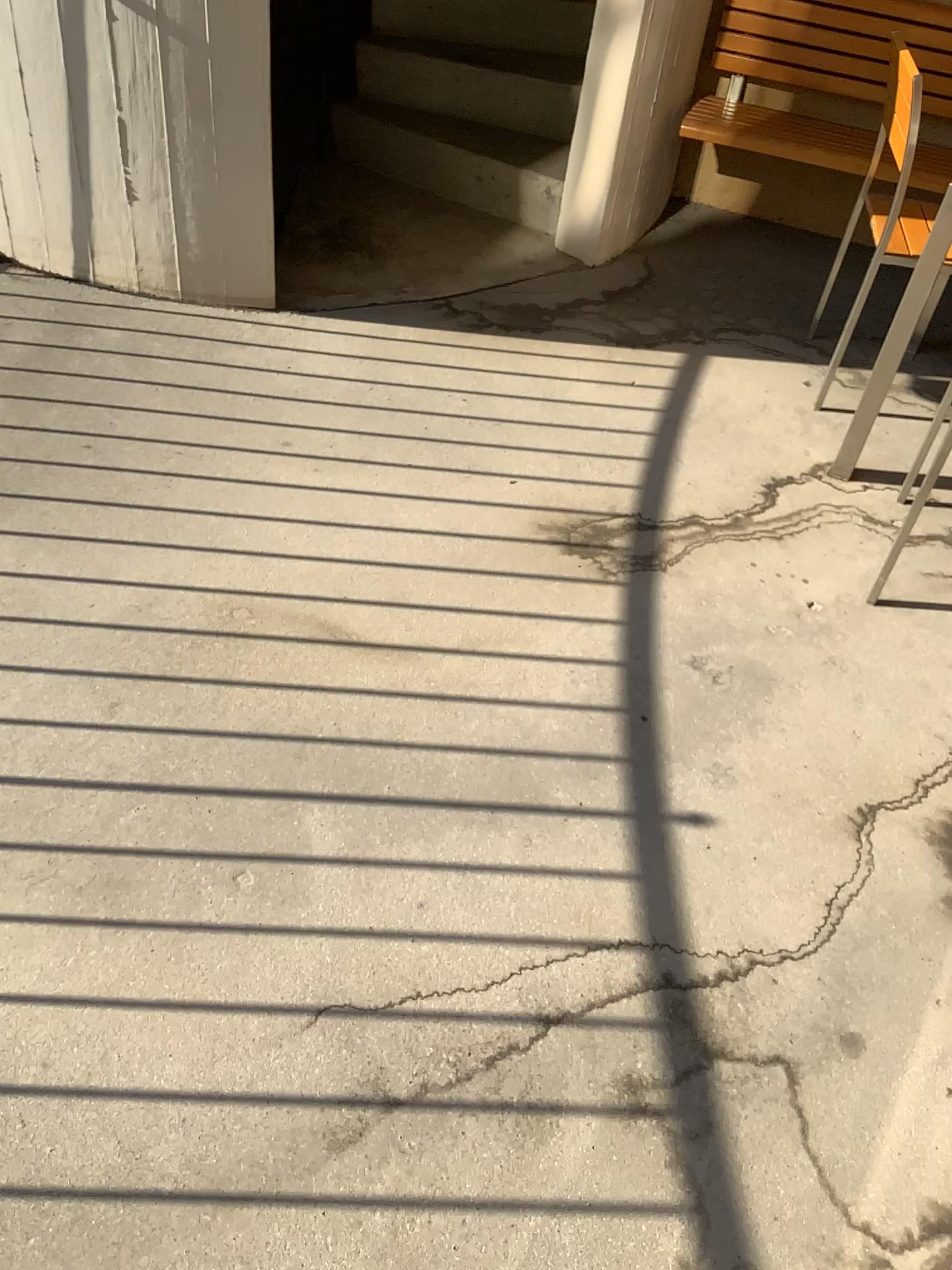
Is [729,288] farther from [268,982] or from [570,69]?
[268,982]

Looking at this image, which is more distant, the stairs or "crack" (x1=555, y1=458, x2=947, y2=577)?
the stairs

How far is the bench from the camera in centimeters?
337cm

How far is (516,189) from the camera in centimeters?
361cm

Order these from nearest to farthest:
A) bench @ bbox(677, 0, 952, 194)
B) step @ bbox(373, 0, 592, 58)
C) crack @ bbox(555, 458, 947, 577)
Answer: crack @ bbox(555, 458, 947, 577)
bench @ bbox(677, 0, 952, 194)
step @ bbox(373, 0, 592, 58)

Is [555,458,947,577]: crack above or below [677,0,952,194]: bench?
below

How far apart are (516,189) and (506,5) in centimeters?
65cm

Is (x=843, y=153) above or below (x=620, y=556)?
above

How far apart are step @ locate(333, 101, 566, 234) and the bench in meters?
0.5

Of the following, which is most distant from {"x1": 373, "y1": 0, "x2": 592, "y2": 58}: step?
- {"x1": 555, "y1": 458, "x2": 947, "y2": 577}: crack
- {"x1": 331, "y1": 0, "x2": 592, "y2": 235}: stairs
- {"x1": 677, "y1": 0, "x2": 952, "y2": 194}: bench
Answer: {"x1": 555, "y1": 458, "x2": 947, "y2": 577}: crack
